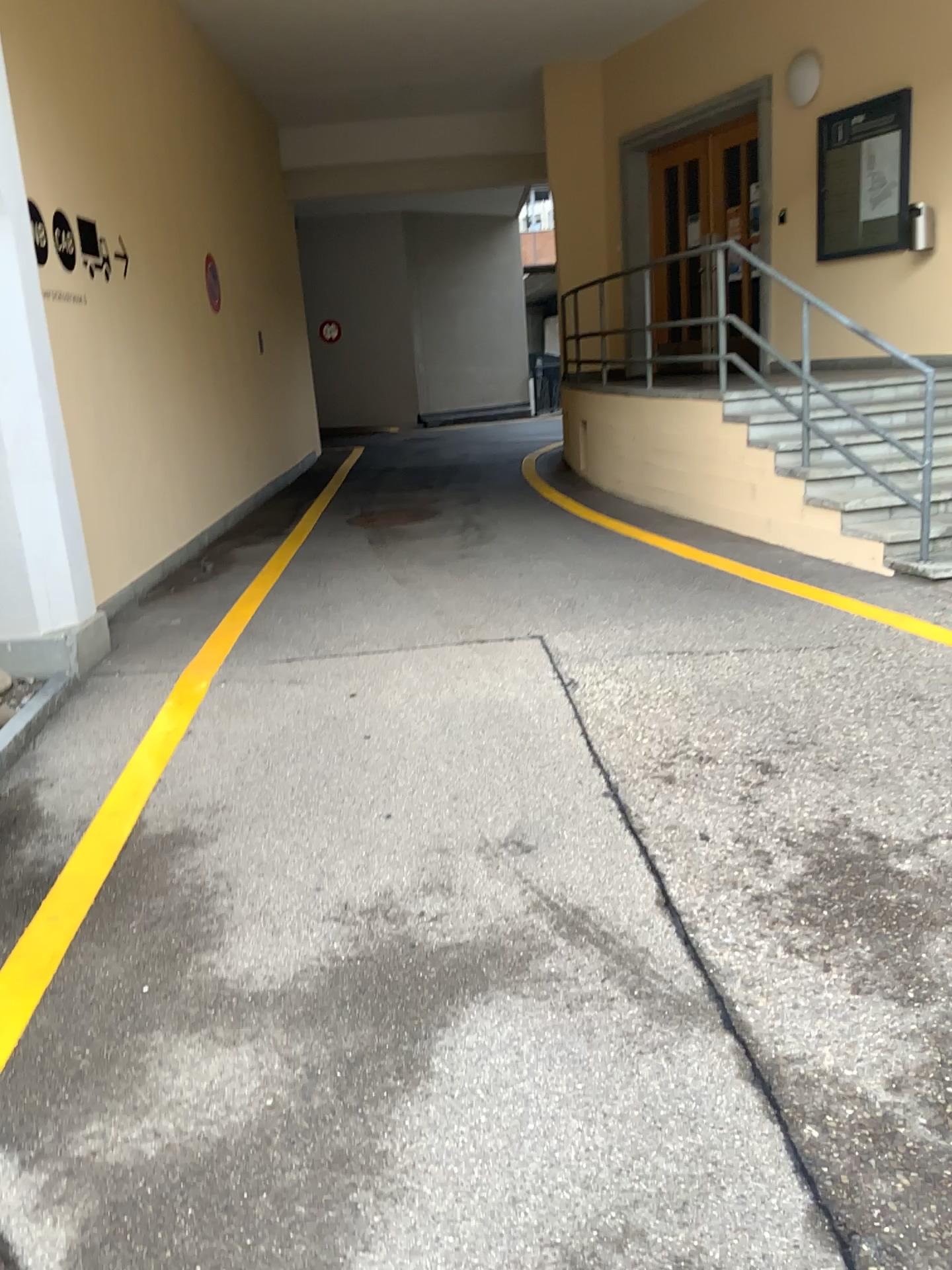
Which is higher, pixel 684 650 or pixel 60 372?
pixel 60 372
